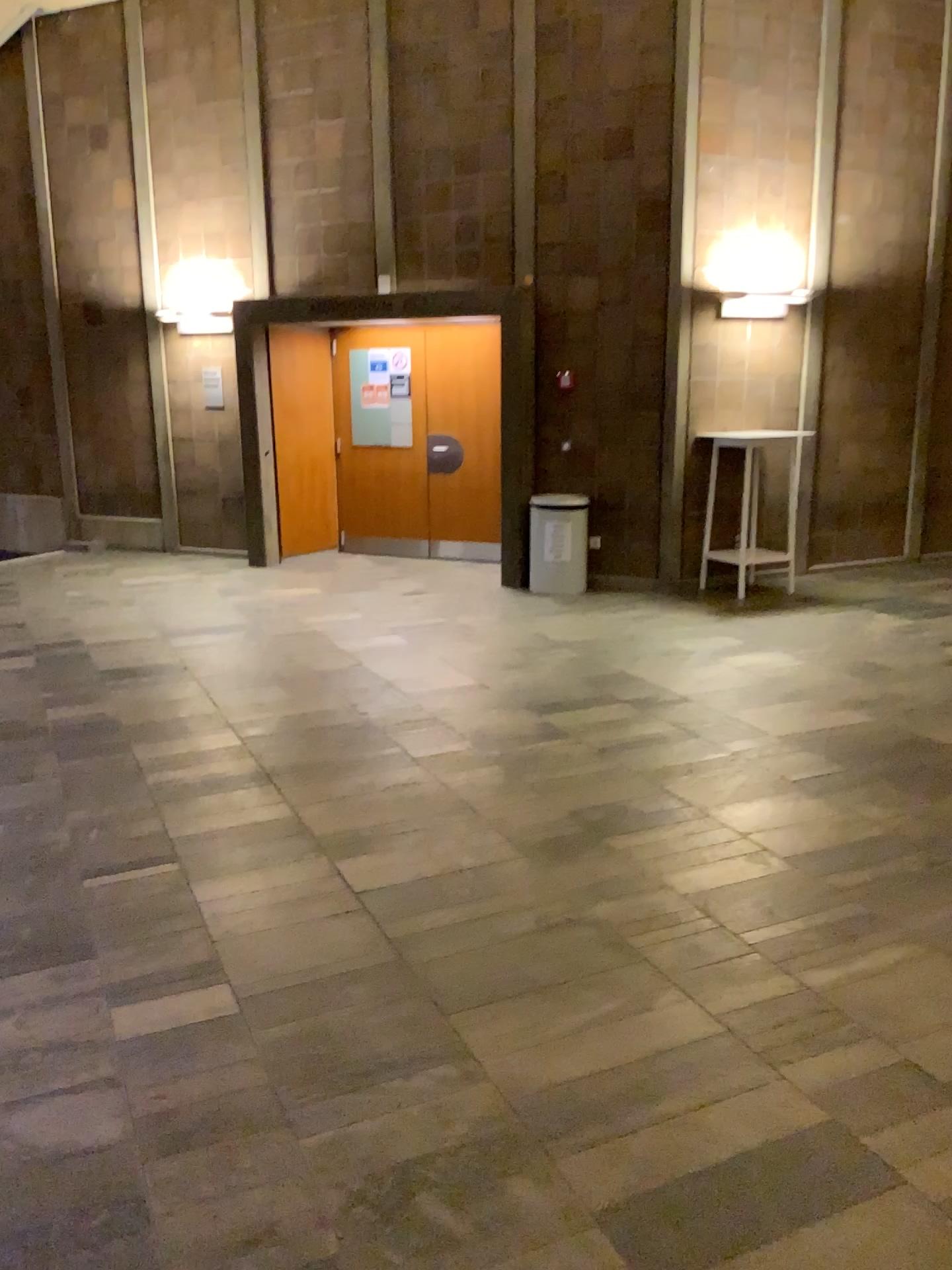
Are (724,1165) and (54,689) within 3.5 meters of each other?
Result: no
